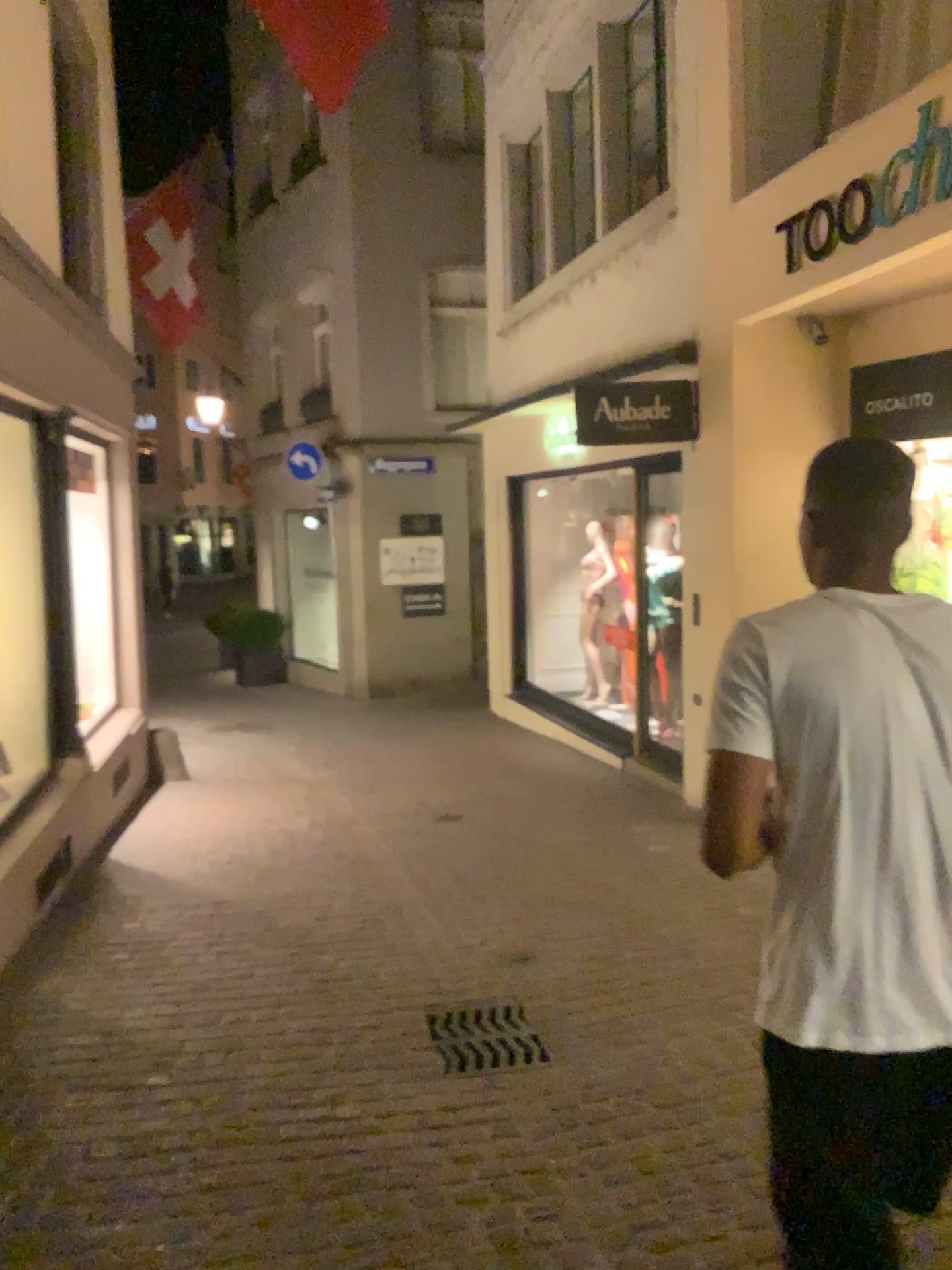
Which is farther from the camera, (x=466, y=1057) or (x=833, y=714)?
(x=466, y=1057)

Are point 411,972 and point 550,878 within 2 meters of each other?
yes

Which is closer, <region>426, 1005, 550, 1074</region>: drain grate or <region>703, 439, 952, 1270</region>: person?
<region>703, 439, 952, 1270</region>: person

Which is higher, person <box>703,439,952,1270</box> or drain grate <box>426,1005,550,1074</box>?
person <box>703,439,952,1270</box>

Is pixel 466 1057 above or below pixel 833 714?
below

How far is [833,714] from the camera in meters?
1.5

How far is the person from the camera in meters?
1.5
